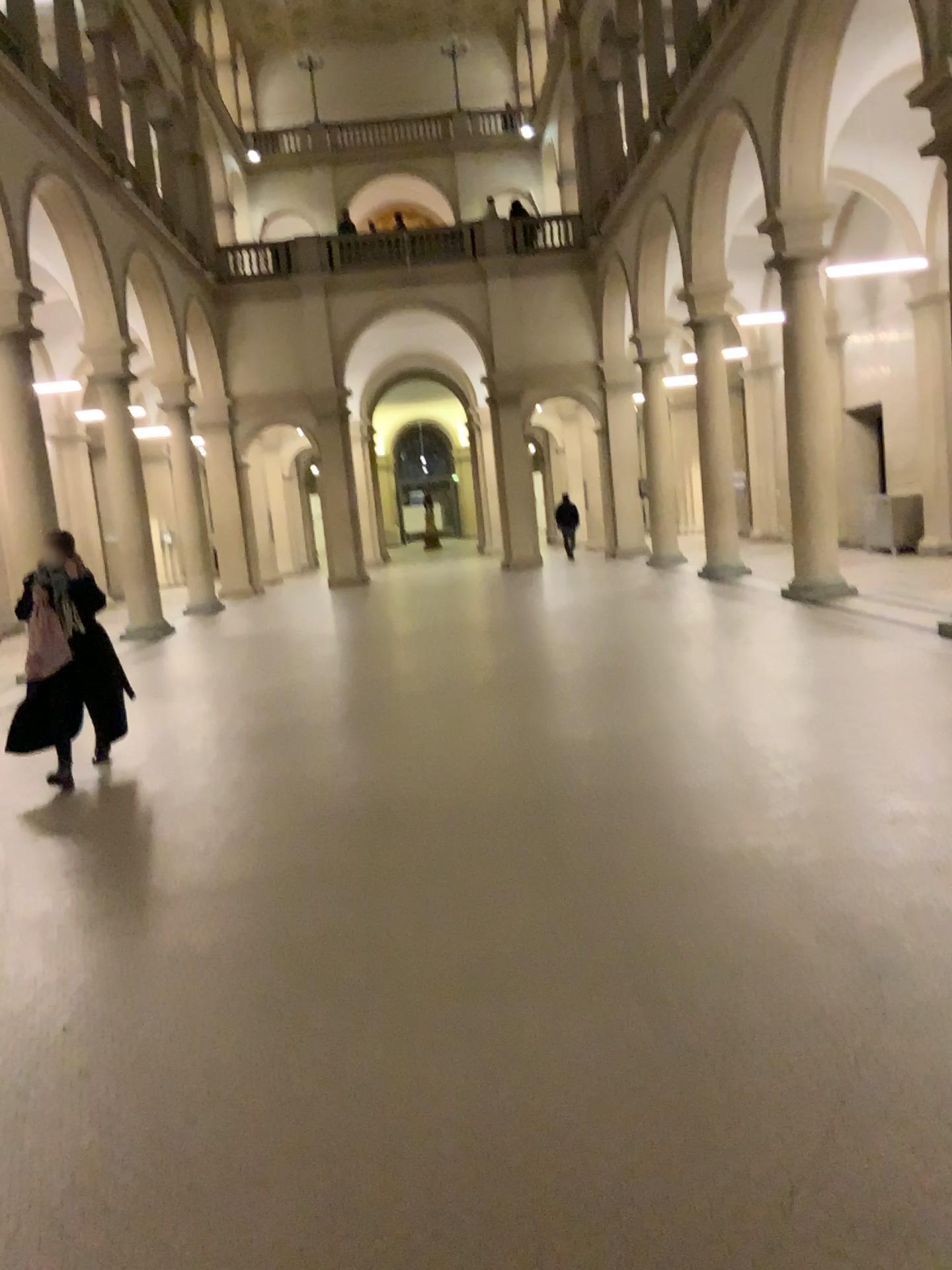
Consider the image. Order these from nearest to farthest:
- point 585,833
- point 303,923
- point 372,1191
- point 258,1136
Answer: point 372,1191 → point 258,1136 → point 303,923 → point 585,833
